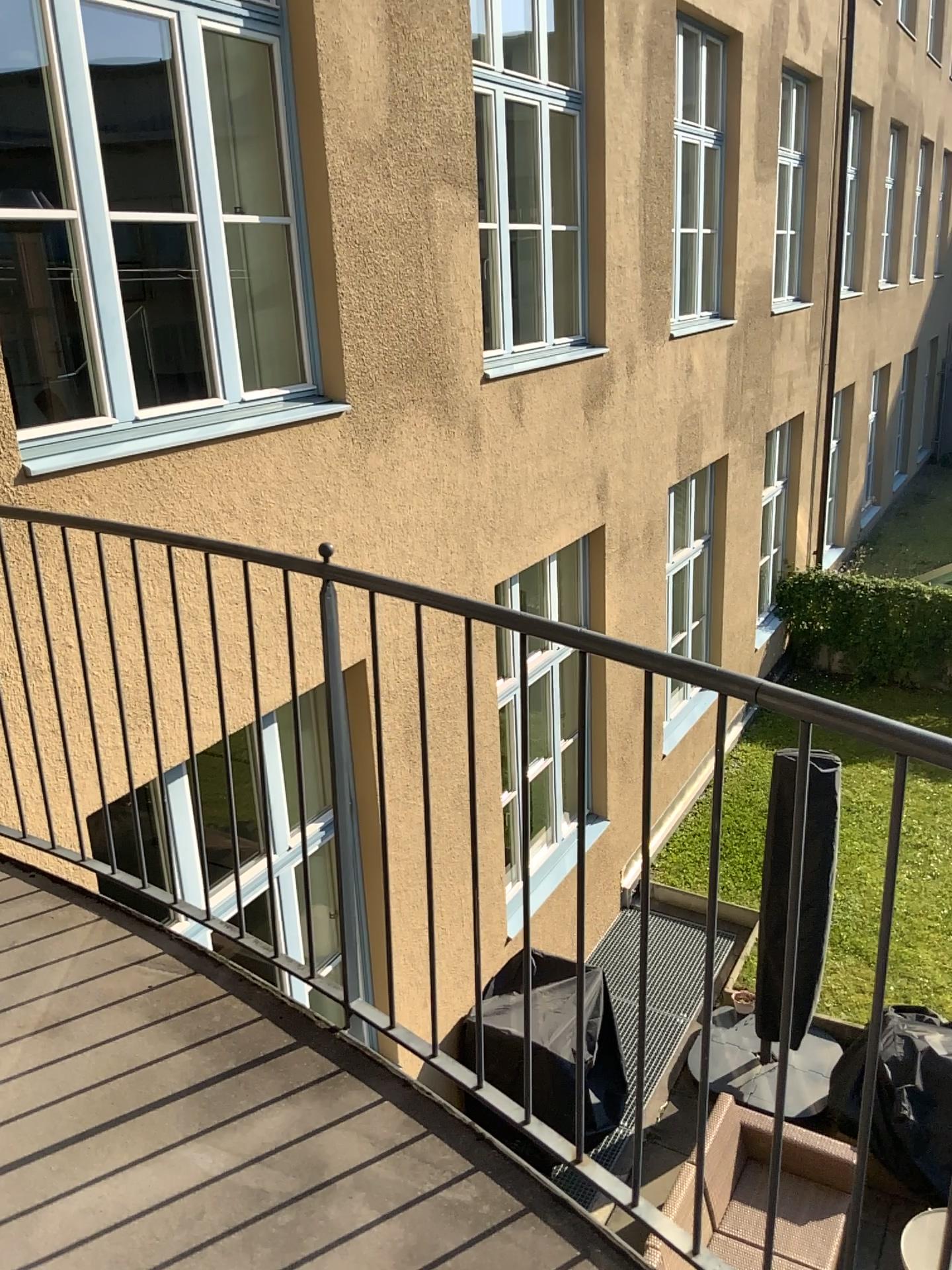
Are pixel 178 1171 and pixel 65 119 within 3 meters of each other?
no
